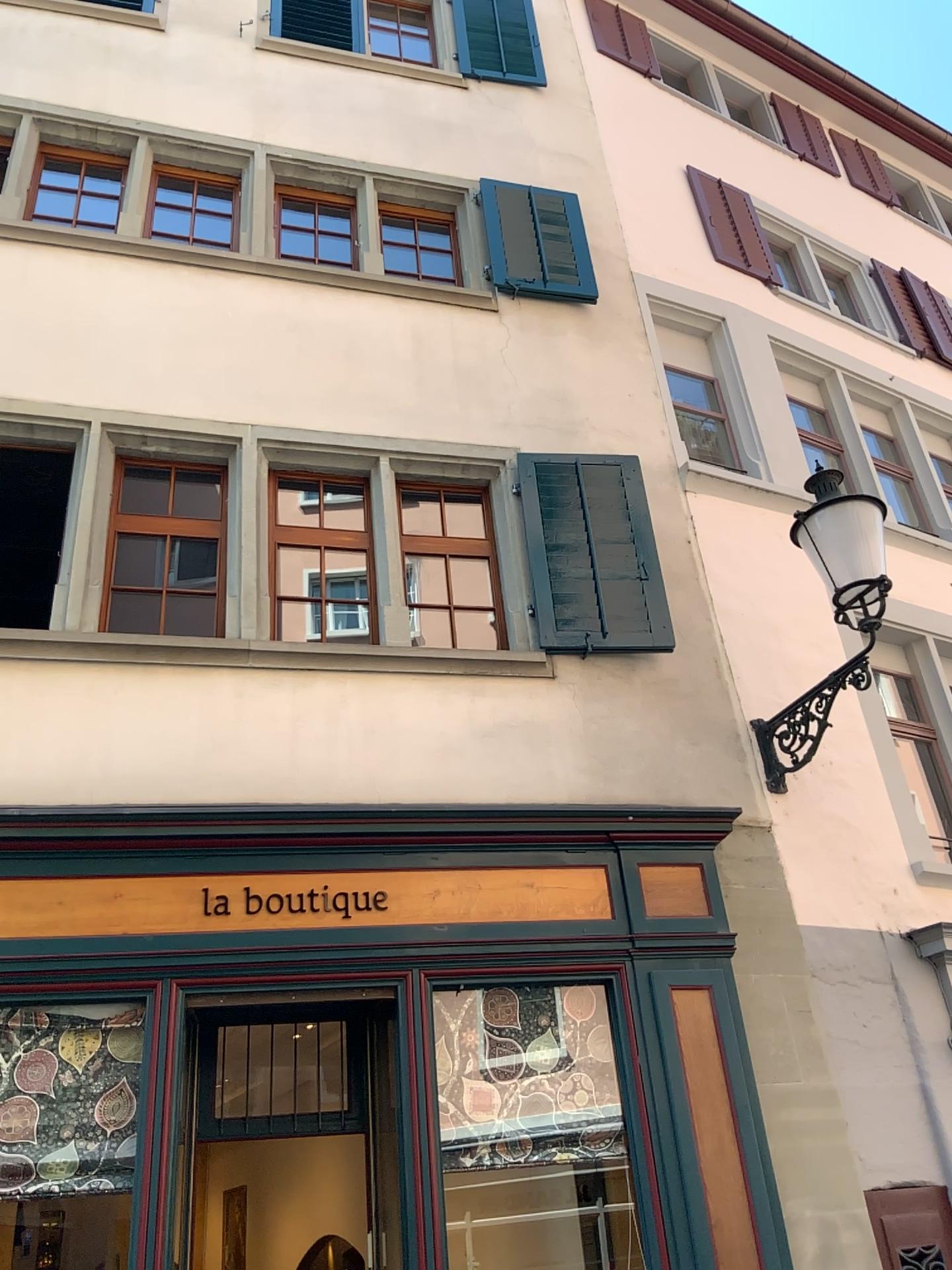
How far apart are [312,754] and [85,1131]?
1.81m
